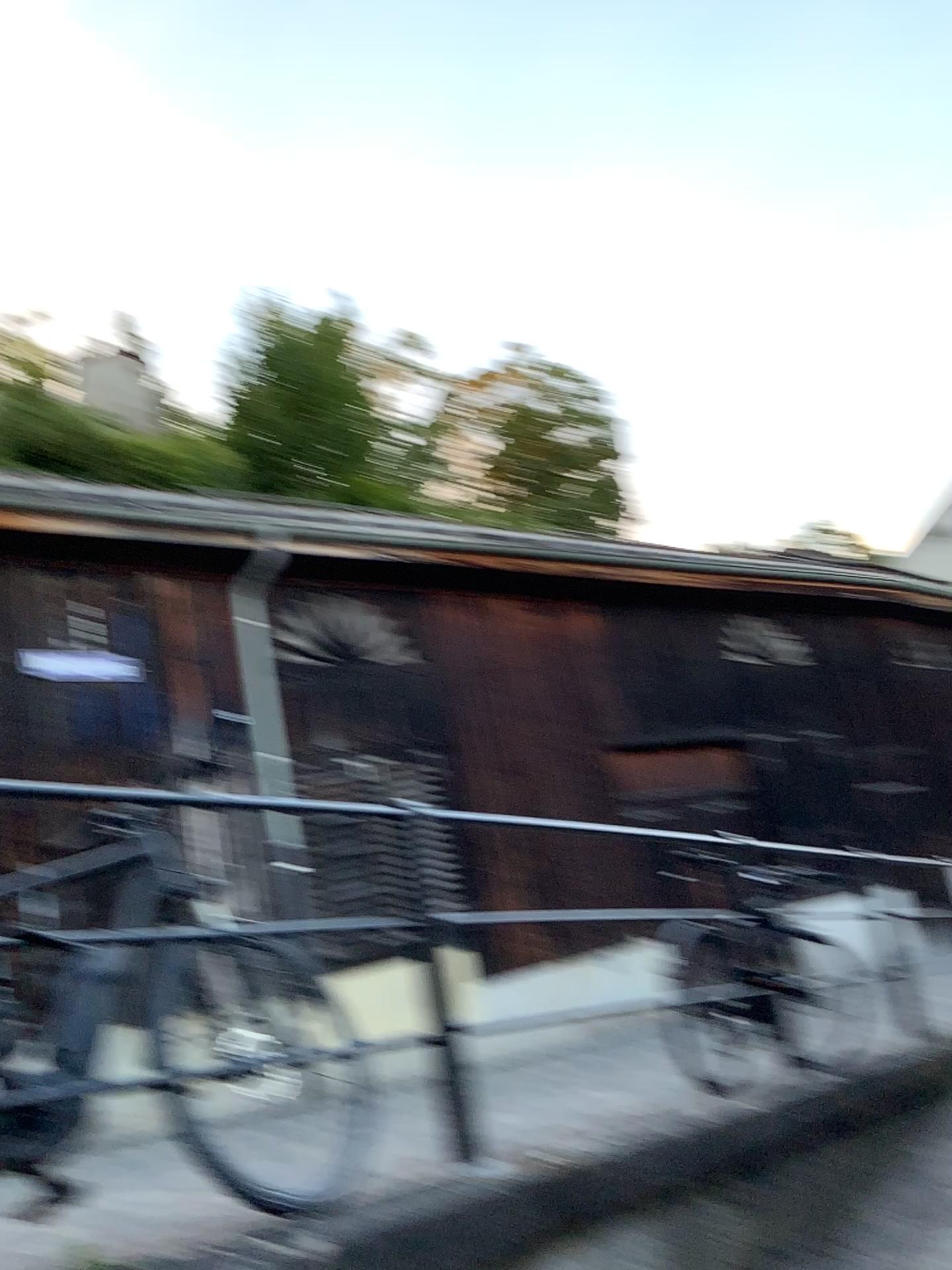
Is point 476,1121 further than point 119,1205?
Yes
